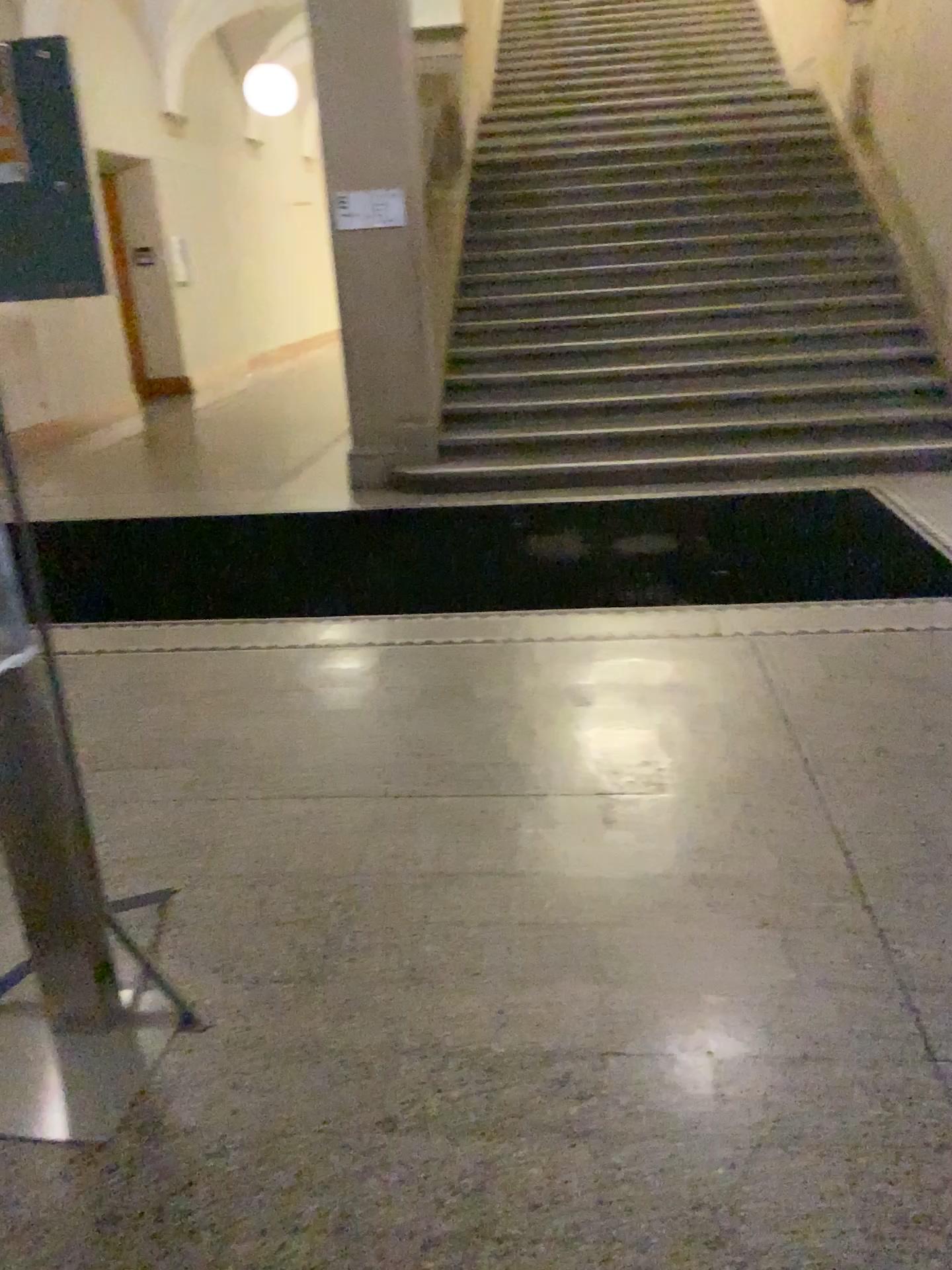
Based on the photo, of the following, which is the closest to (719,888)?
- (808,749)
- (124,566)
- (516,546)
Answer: (808,749)
